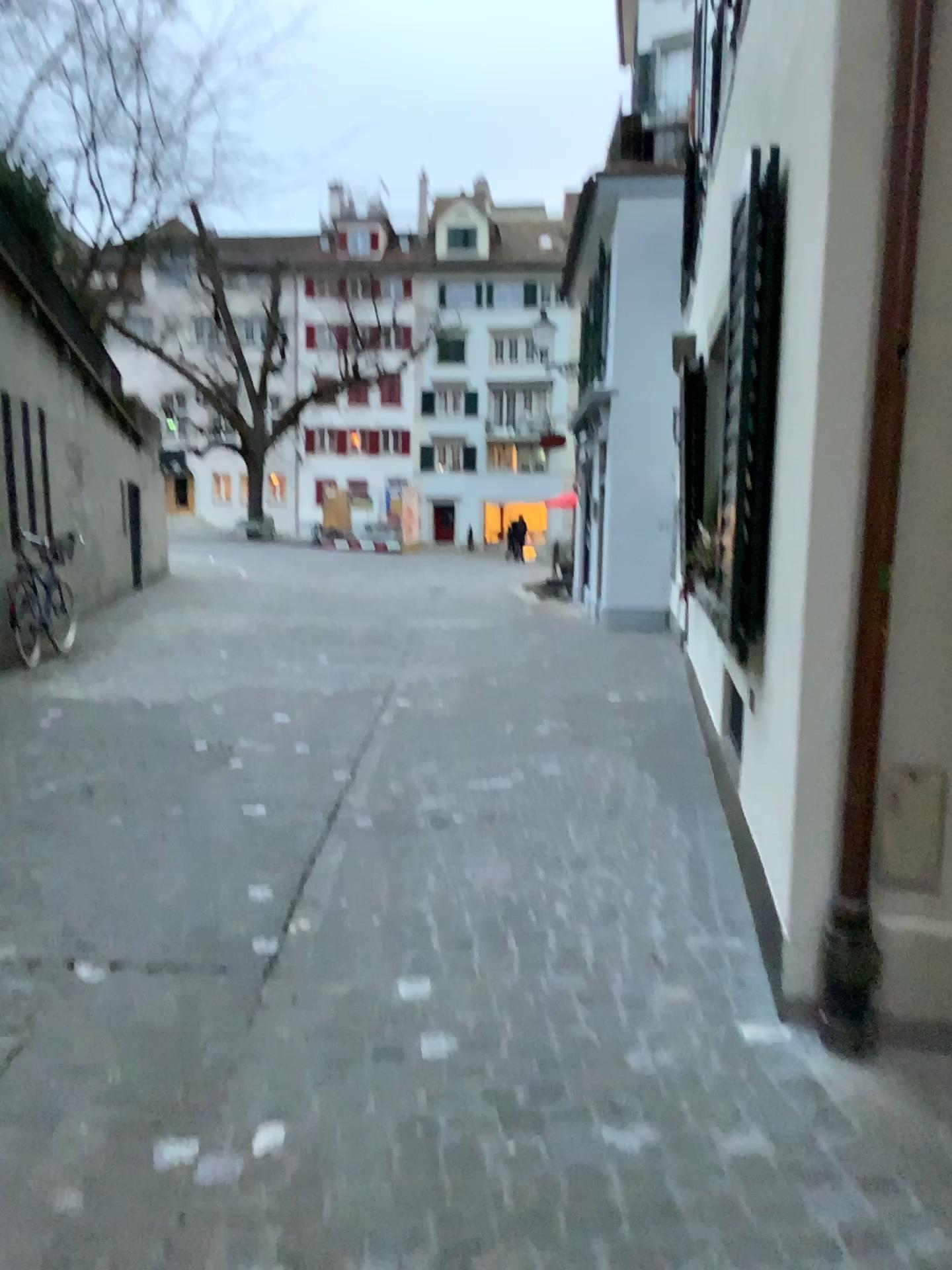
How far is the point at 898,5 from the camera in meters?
2.3 m

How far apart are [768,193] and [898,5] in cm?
69

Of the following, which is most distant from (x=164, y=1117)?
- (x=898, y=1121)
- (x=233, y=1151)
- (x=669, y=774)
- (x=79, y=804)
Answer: (x=669, y=774)

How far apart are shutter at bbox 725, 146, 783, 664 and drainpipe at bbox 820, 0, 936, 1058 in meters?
0.5 m

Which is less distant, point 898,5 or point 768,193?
point 898,5

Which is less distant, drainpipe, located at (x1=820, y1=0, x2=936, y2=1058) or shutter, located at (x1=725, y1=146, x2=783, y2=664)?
drainpipe, located at (x1=820, y1=0, x2=936, y2=1058)

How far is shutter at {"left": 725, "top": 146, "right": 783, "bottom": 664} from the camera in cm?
299

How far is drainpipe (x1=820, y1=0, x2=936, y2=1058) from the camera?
2.3m
